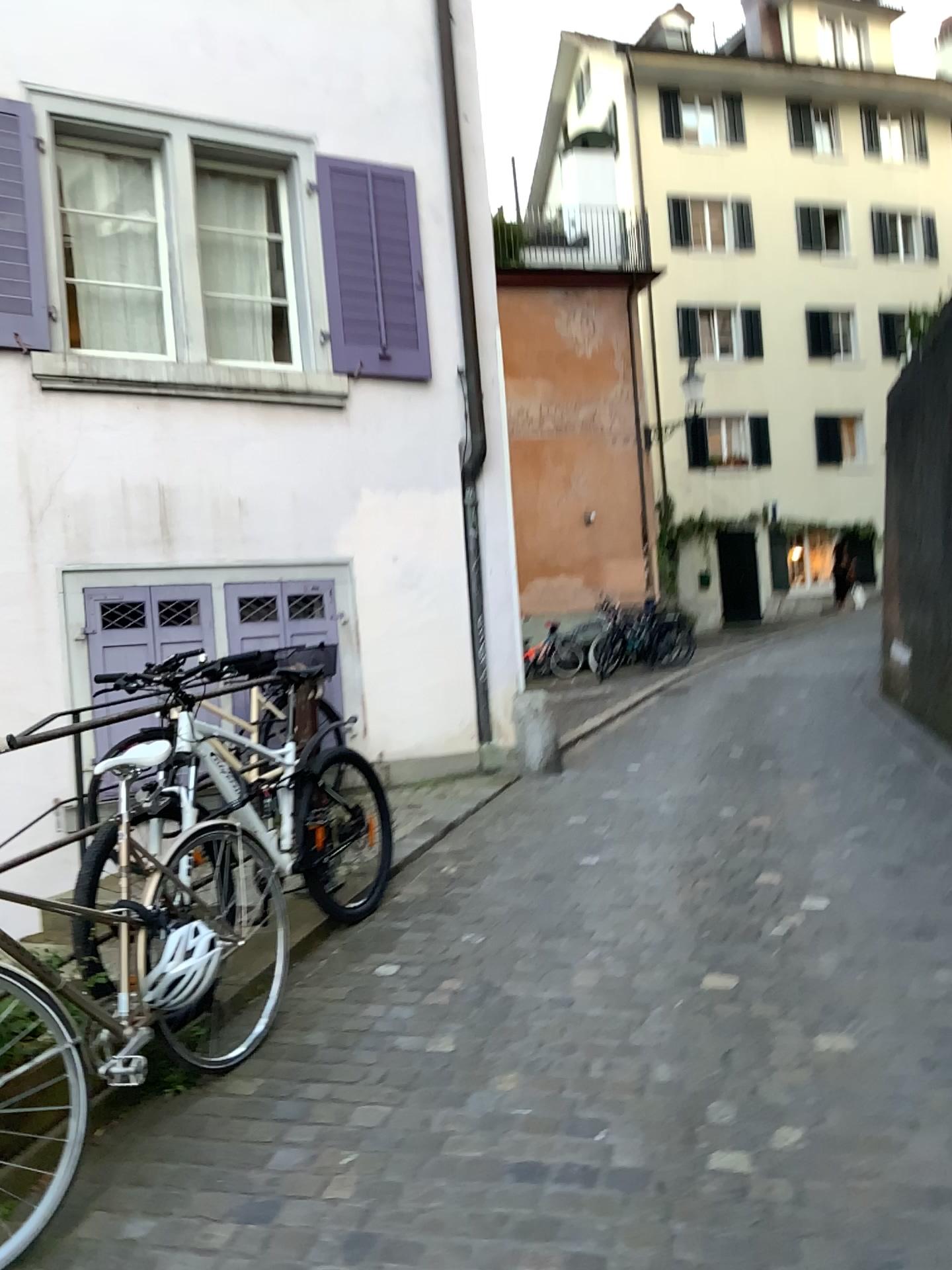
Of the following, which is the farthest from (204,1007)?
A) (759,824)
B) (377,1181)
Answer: (759,824)
